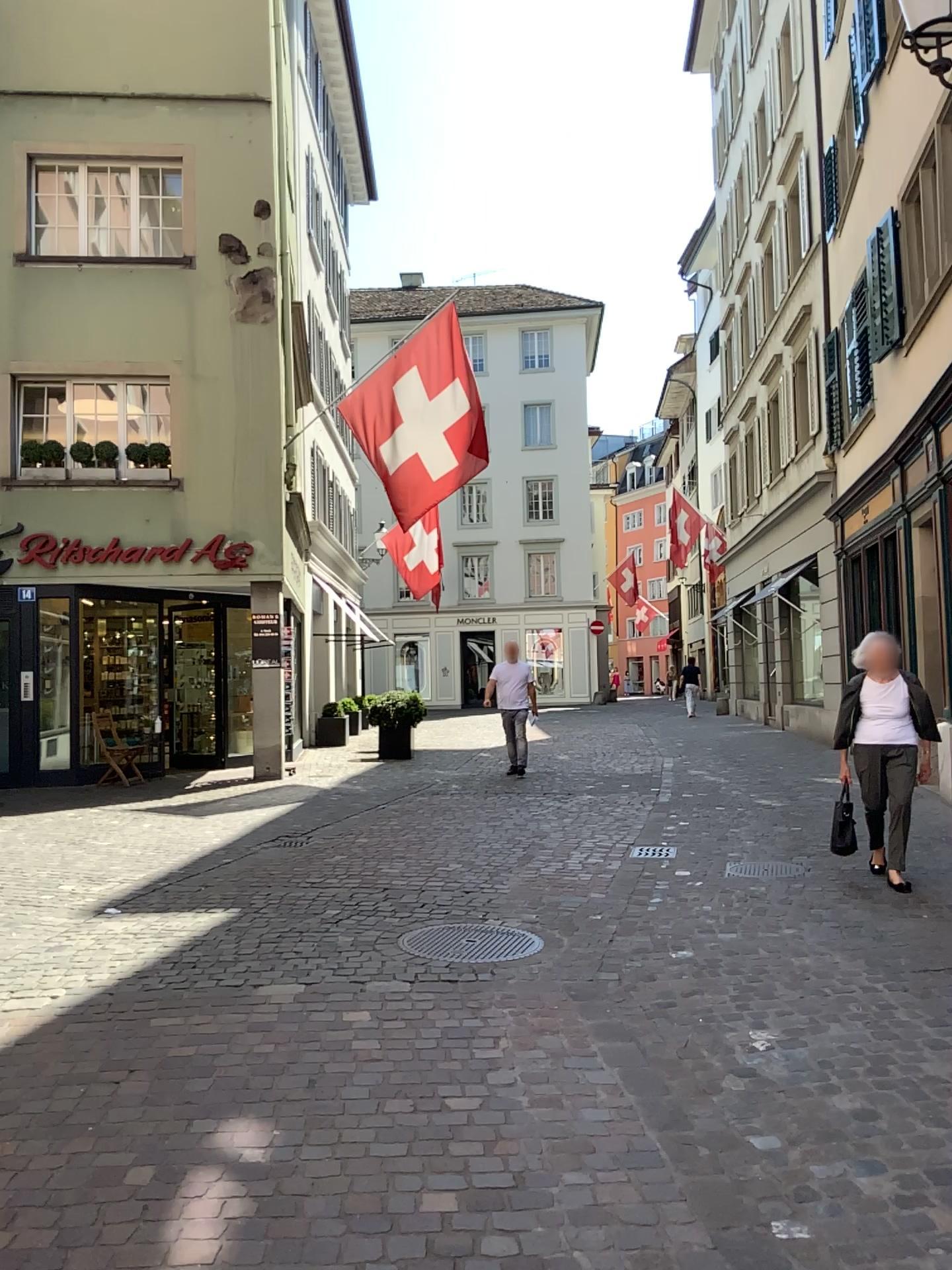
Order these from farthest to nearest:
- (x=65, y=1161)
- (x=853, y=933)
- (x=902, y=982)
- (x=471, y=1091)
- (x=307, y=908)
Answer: (x=307, y=908) → (x=853, y=933) → (x=902, y=982) → (x=471, y=1091) → (x=65, y=1161)
